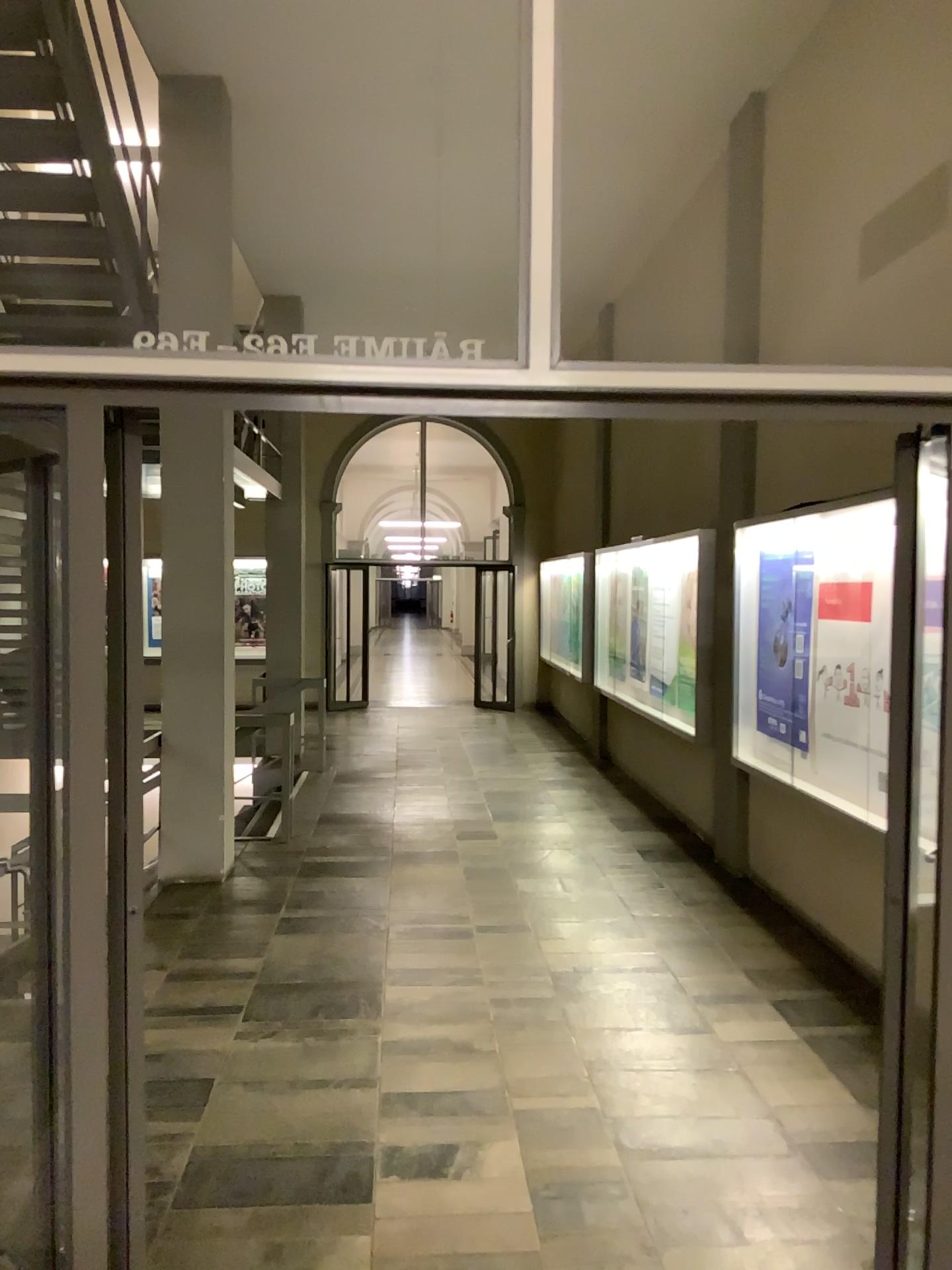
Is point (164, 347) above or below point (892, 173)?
below
